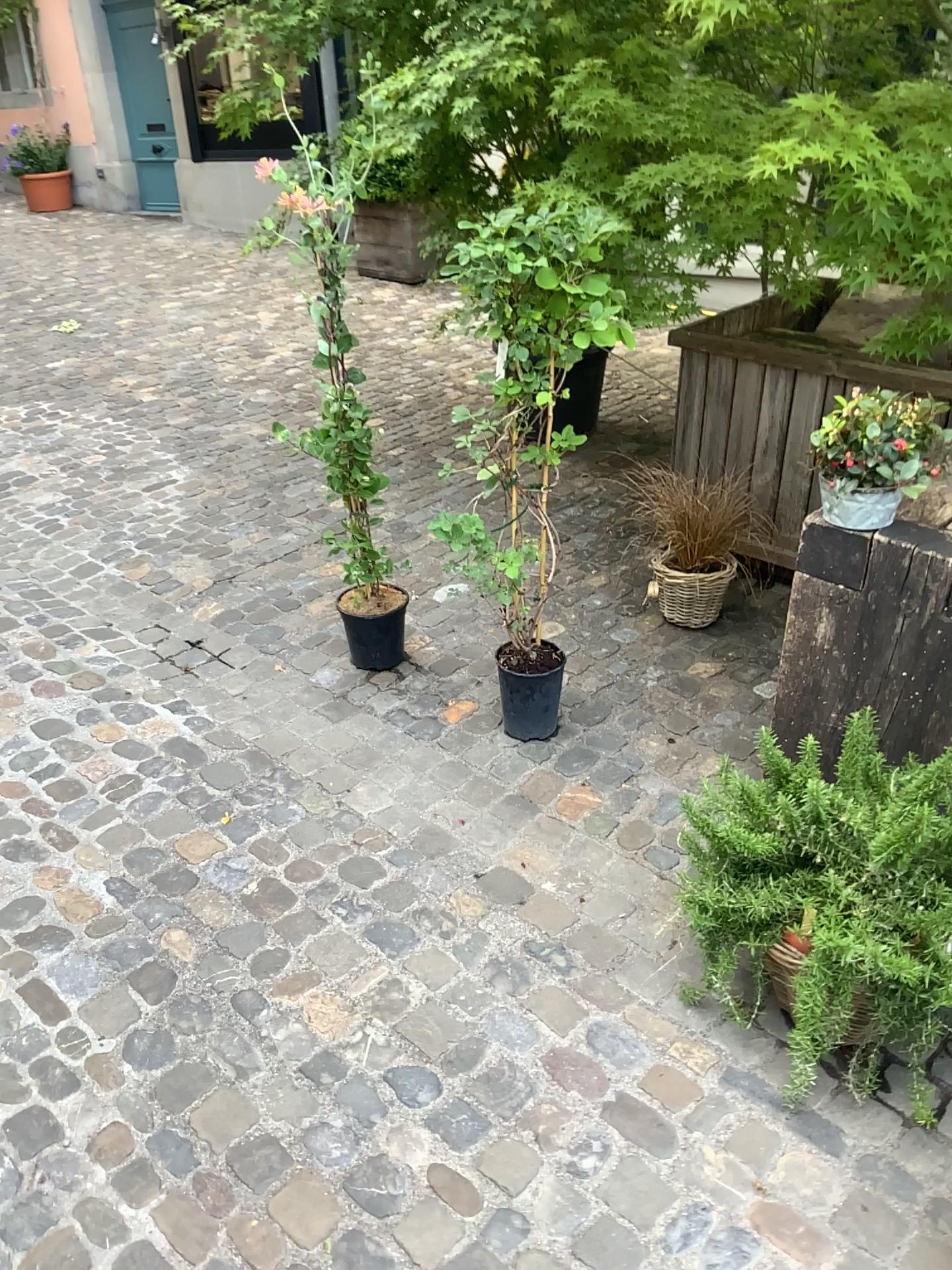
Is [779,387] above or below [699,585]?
above

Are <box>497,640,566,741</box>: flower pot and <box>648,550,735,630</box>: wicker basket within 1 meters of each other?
yes

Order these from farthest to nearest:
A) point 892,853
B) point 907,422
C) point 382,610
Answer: point 382,610 < point 907,422 < point 892,853

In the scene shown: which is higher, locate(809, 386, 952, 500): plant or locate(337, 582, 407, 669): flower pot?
locate(809, 386, 952, 500): plant

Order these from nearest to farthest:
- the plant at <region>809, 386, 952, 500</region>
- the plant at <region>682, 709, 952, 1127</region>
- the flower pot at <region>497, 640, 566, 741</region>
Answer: the plant at <region>682, 709, 952, 1127</region>, the plant at <region>809, 386, 952, 500</region>, the flower pot at <region>497, 640, 566, 741</region>

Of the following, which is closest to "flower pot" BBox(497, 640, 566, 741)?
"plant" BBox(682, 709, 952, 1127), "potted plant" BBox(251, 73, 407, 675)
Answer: "potted plant" BBox(251, 73, 407, 675)

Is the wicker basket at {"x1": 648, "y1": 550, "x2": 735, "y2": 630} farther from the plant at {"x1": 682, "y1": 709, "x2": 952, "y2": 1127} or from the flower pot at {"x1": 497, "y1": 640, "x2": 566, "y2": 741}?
the plant at {"x1": 682, "y1": 709, "x2": 952, "y2": 1127}

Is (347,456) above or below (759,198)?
below

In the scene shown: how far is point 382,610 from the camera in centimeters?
301cm

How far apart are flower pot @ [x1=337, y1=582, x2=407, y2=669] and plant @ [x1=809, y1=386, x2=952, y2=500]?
1.4m
